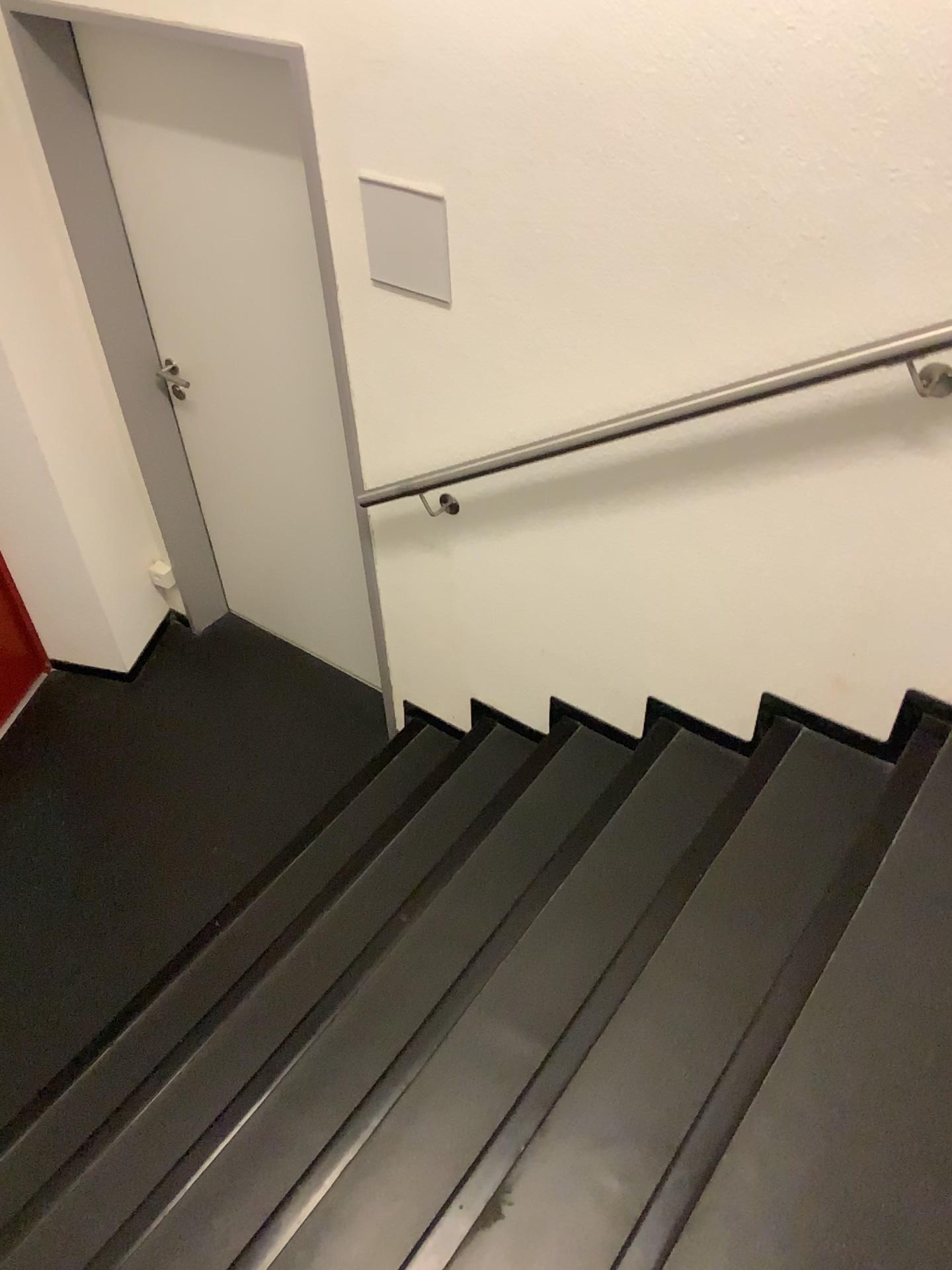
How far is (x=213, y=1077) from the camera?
2.19m

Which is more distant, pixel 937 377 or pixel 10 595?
pixel 10 595

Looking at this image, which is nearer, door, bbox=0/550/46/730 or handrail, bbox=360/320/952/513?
handrail, bbox=360/320/952/513

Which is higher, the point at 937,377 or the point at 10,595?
the point at 937,377

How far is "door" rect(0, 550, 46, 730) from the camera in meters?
3.5

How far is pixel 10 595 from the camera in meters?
3.5 m

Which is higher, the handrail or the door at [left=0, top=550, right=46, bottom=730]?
the handrail
